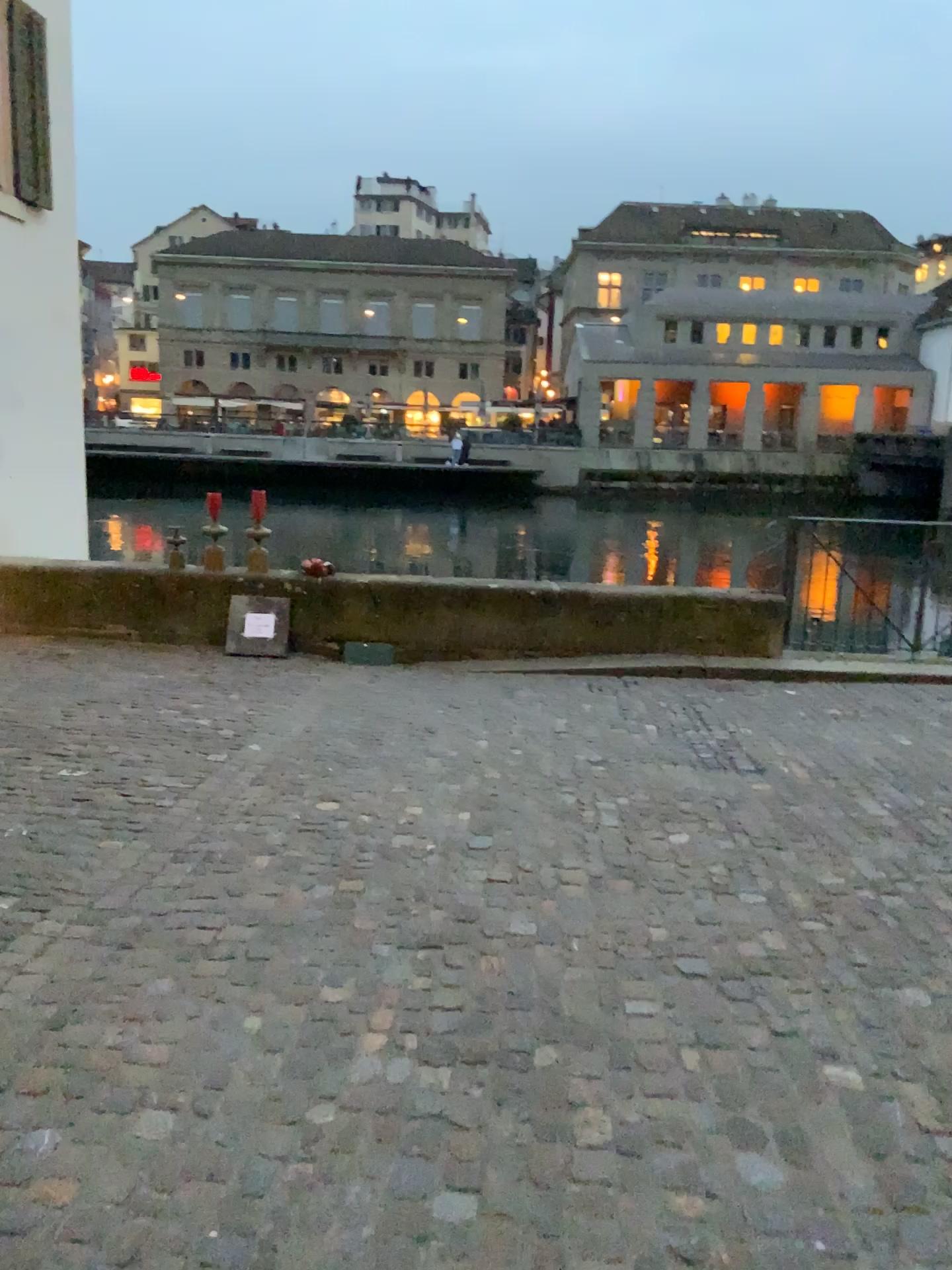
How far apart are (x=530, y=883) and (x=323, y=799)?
1.2 meters
